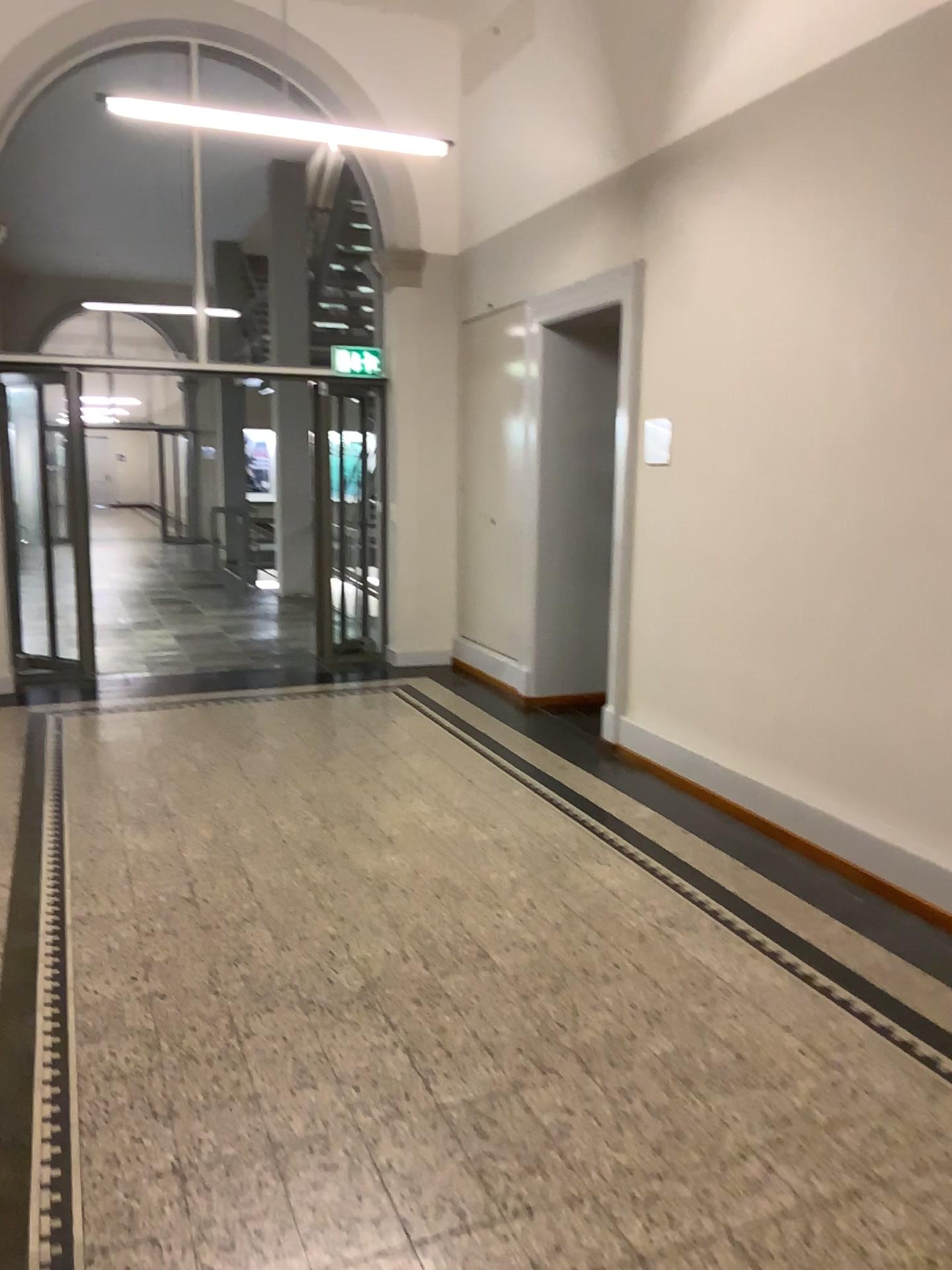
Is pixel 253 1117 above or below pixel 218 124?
below
